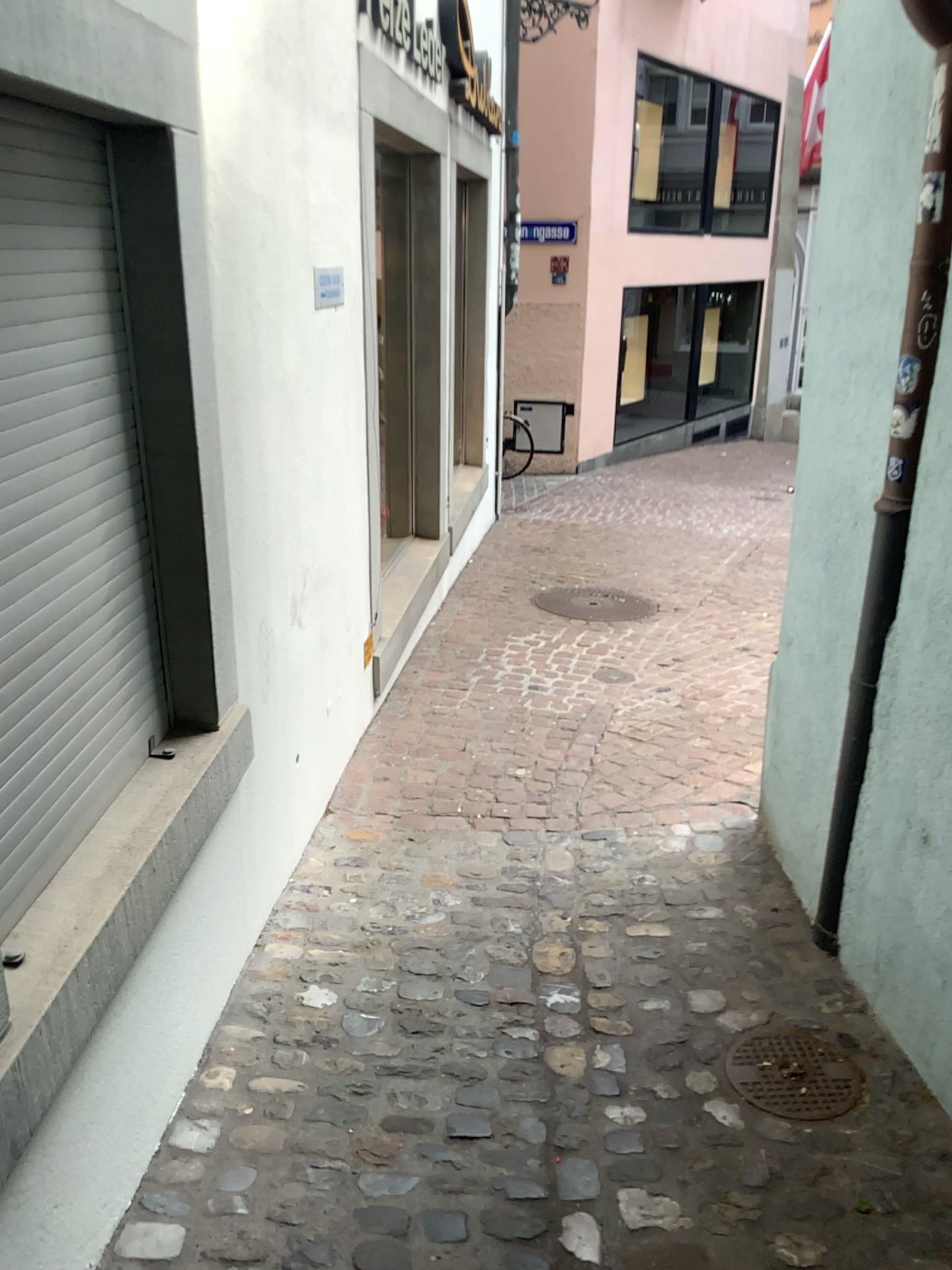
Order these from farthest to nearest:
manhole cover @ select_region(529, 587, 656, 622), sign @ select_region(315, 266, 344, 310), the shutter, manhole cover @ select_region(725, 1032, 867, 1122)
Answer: manhole cover @ select_region(529, 587, 656, 622)
sign @ select_region(315, 266, 344, 310)
manhole cover @ select_region(725, 1032, 867, 1122)
the shutter

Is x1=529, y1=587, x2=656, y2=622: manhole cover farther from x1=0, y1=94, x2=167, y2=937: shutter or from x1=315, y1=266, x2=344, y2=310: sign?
x1=0, y1=94, x2=167, y2=937: shutter

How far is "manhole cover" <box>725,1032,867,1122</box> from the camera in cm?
211

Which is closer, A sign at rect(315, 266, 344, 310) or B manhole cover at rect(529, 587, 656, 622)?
A sign at rect(315, 266, 344, 310)

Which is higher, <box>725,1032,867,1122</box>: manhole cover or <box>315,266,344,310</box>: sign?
<box>315,266,344,310</box>: sign

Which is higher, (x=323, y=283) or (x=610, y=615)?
(x=323, y=283)

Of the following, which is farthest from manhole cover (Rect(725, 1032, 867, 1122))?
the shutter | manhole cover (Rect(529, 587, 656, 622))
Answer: manhole cover (Rect(529, 587, 656, 622))

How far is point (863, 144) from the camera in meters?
2.2 m

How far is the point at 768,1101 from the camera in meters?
2.1 m

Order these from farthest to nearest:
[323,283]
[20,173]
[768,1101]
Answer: [323,283] < [768,1101] < [20,173]
